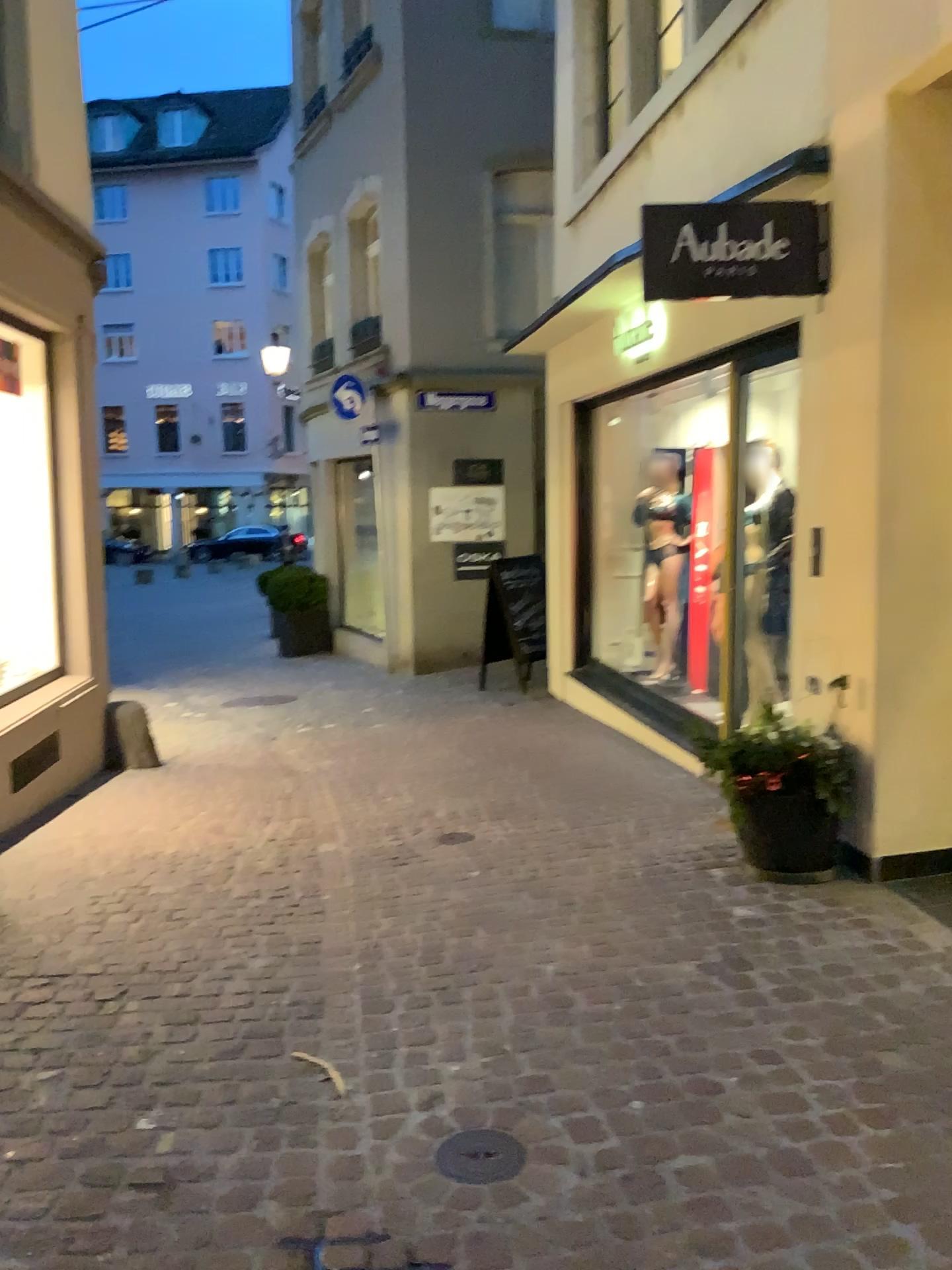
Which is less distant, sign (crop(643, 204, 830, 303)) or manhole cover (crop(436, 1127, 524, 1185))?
manhole cover (crop(436, 1127, 524, 1185))

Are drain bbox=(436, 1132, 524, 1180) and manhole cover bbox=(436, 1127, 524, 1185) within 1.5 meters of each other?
yes

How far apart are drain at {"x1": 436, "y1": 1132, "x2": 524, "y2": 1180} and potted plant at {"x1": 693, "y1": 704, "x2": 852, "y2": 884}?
2.0 meters

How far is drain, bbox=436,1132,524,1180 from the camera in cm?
225

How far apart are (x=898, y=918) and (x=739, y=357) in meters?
2.5 m

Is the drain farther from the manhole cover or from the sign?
the sign

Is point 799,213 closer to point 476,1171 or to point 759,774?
point 759,774

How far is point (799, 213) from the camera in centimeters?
416cm

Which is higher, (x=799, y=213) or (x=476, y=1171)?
(x=799, y=213)

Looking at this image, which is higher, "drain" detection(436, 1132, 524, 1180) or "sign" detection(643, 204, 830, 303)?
"sign" detection(643, 204, 830, 303)
